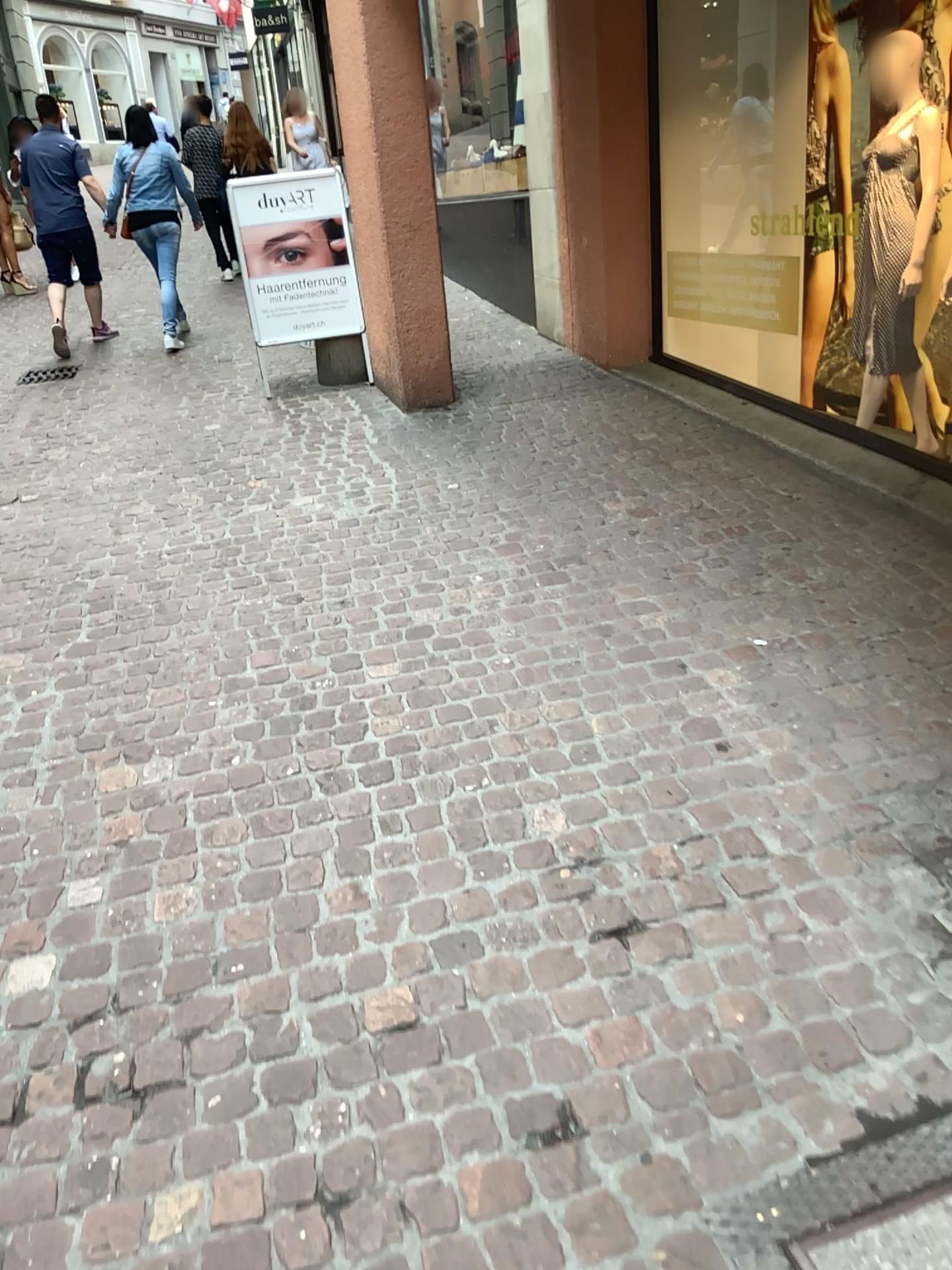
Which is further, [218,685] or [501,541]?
[501,541]
